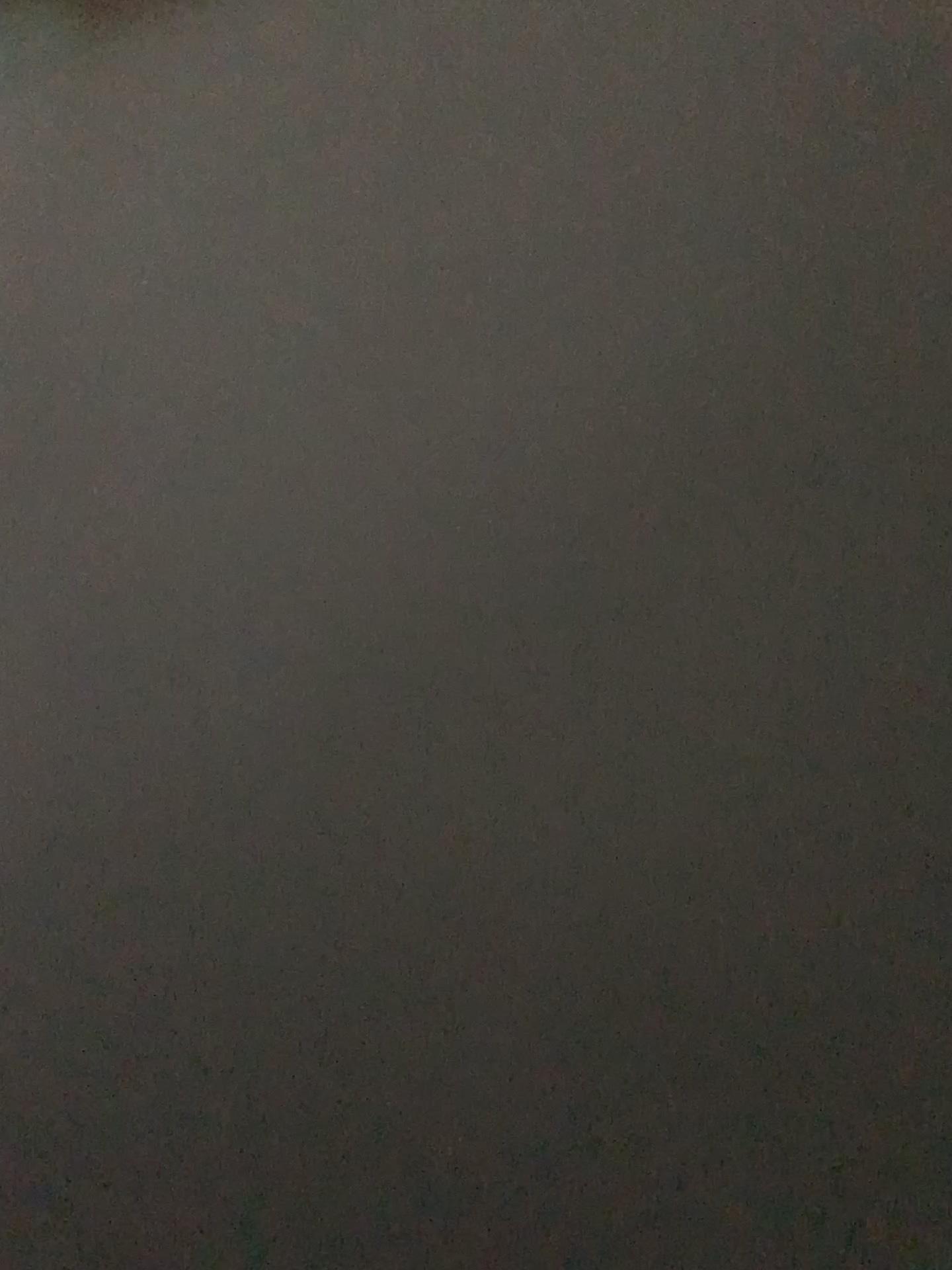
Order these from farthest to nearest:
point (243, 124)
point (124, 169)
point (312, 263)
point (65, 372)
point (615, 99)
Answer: point (615, 99) → point (243, 124) → point (124, 169) → point (312, 263) → point (65, 372)
